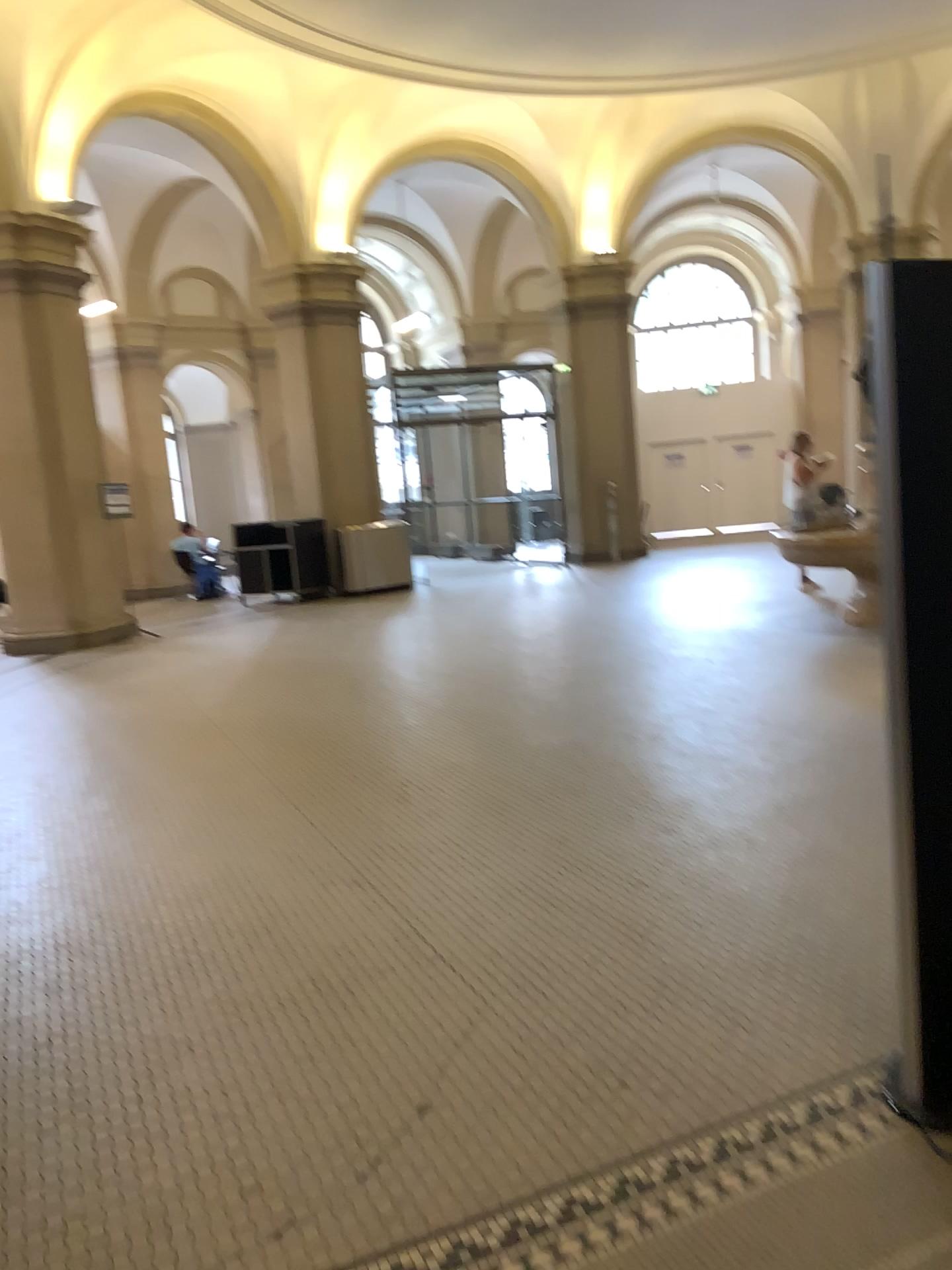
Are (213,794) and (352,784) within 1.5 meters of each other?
yes
